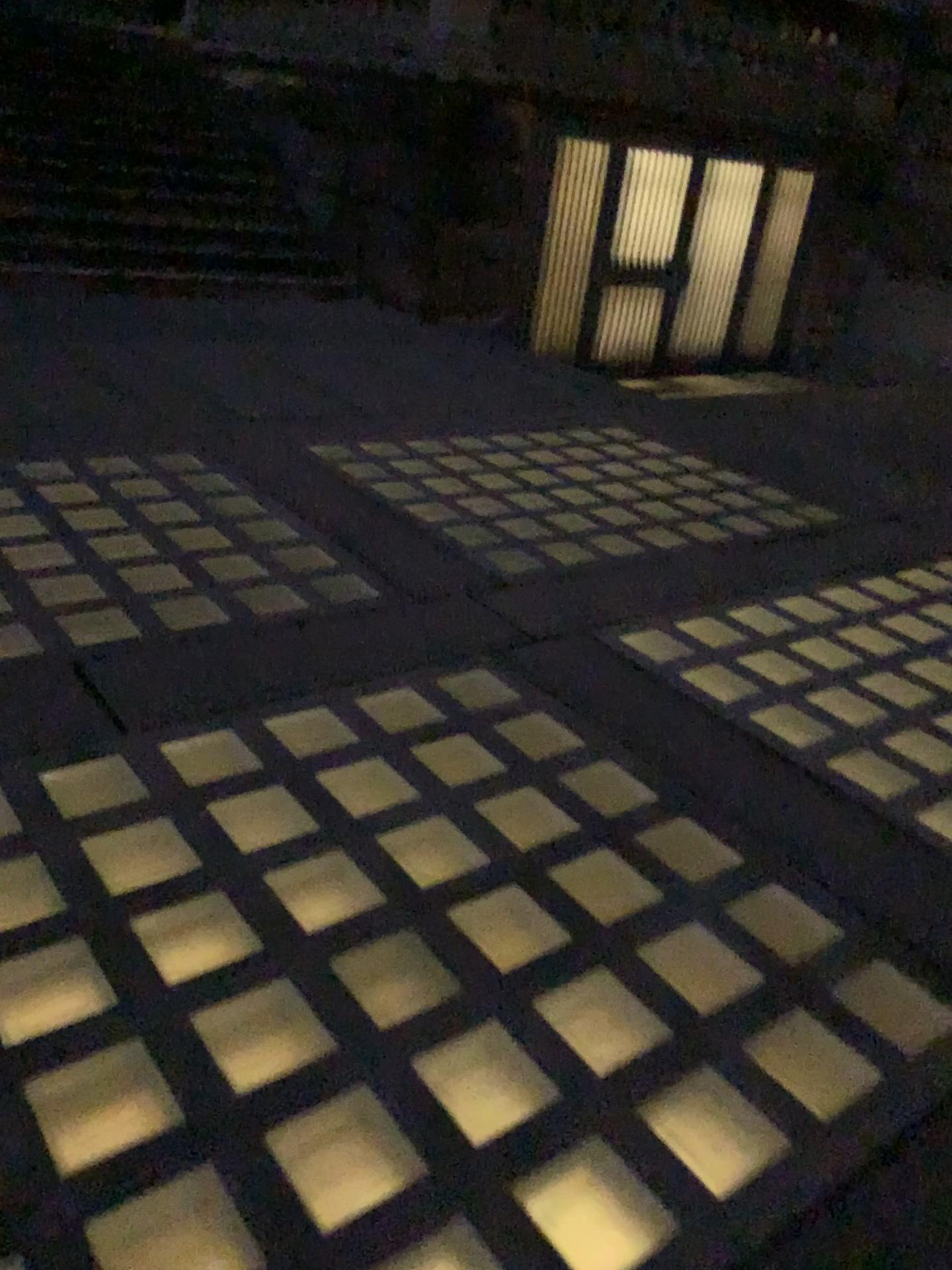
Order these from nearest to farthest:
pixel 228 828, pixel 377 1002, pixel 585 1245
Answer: pixel 585 1245
pixel 377 1002
pixel 228 828

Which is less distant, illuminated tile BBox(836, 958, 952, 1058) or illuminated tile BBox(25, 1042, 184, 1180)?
illuminated tile BBox(25, 1042, 184, 1180)

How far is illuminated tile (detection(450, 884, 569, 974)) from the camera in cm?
202

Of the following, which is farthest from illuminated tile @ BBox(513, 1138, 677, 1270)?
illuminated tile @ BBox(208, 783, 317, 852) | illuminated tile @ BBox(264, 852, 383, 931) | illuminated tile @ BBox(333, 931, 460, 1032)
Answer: illuminated tile @ BBox(208, 783, 317, 852)

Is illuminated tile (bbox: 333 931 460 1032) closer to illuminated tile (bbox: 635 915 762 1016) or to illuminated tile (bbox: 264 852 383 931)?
illuminated tile (bbox: 264 852 383 931)

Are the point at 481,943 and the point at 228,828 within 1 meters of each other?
yes

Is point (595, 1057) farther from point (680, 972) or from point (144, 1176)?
point (144, 1176)

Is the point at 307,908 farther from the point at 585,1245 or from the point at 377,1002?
the point at 585,1245

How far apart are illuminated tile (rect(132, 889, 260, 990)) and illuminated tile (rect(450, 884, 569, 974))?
0.40m

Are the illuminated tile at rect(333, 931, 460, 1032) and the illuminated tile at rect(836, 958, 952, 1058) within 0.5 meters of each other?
no
